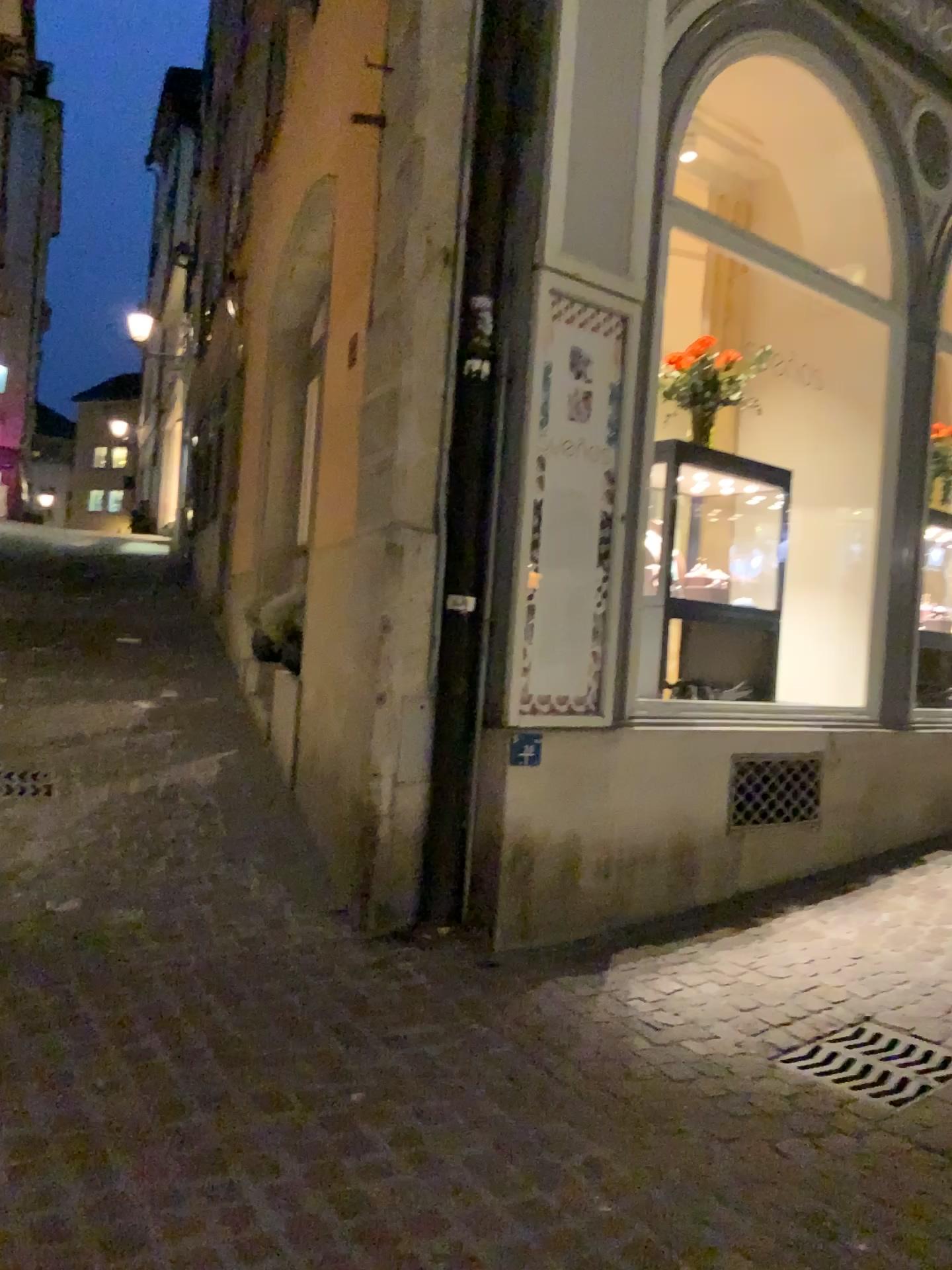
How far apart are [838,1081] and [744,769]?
1.9m

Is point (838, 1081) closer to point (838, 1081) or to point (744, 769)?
point (838, 1081)

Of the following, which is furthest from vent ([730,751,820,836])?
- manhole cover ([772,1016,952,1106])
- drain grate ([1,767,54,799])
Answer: drain grate ([1,767,54,799])

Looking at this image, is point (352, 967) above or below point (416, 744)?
below

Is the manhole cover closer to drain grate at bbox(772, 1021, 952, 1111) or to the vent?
drain grate at bbox(772, 1021, 952, 1111)

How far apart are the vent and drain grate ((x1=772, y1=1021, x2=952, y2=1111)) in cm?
141

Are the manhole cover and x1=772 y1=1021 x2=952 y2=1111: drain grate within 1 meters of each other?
yes

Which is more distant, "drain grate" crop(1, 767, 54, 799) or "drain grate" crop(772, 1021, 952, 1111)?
"drain grate" crop(1, 767, 54, 799)

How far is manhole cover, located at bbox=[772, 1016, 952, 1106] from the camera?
2.81m

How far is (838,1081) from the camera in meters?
2.8 m
